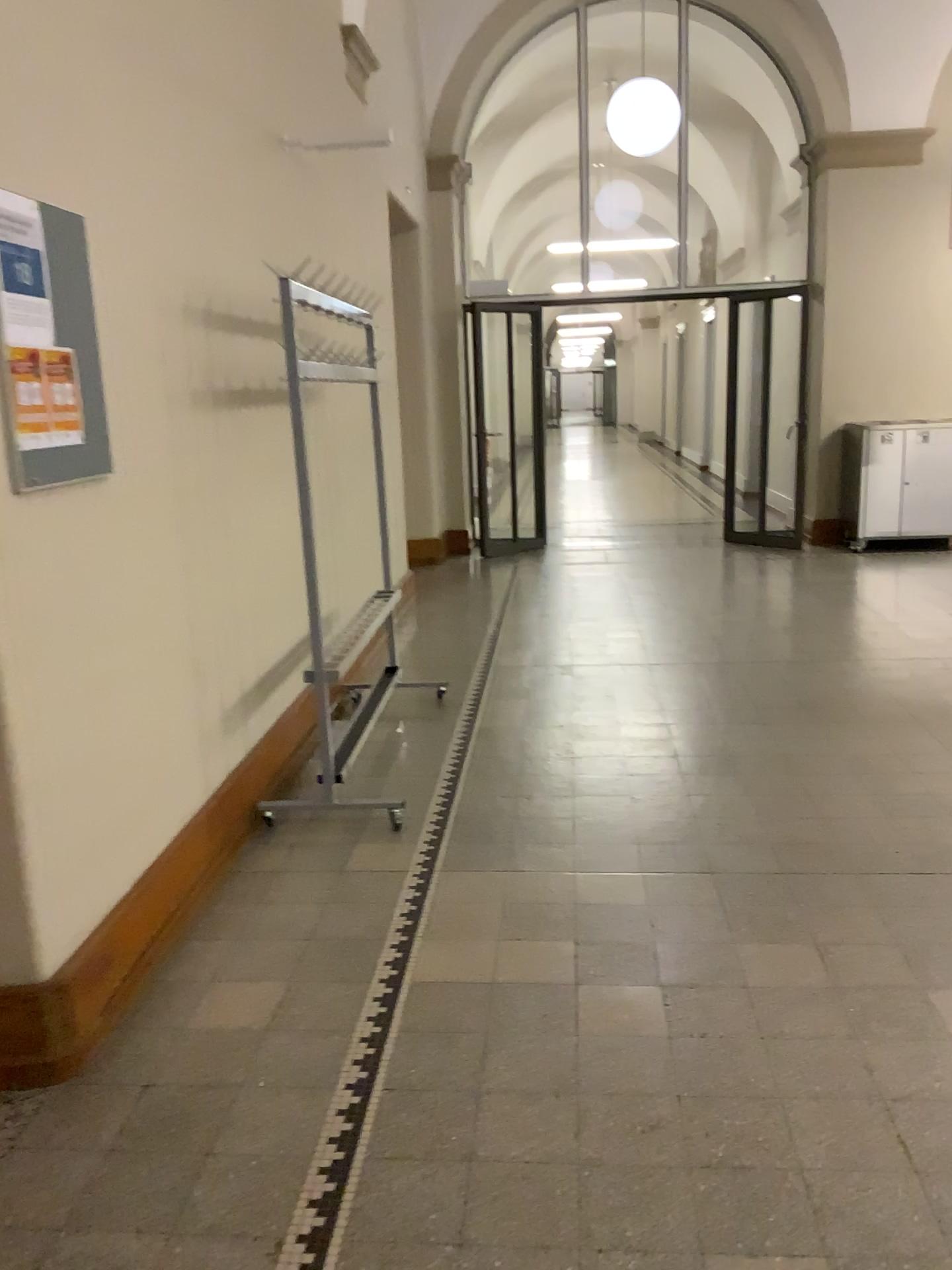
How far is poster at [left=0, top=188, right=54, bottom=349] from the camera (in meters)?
2.09

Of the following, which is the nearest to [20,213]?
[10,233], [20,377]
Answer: [10,233]

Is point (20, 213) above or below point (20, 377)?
above

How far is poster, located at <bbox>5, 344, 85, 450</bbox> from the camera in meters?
2.1

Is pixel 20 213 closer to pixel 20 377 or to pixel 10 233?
pixel 10 233

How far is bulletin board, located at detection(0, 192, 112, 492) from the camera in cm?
211

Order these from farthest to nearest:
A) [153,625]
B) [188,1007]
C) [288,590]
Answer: [288,590]
[153,625]
[188,1007]
